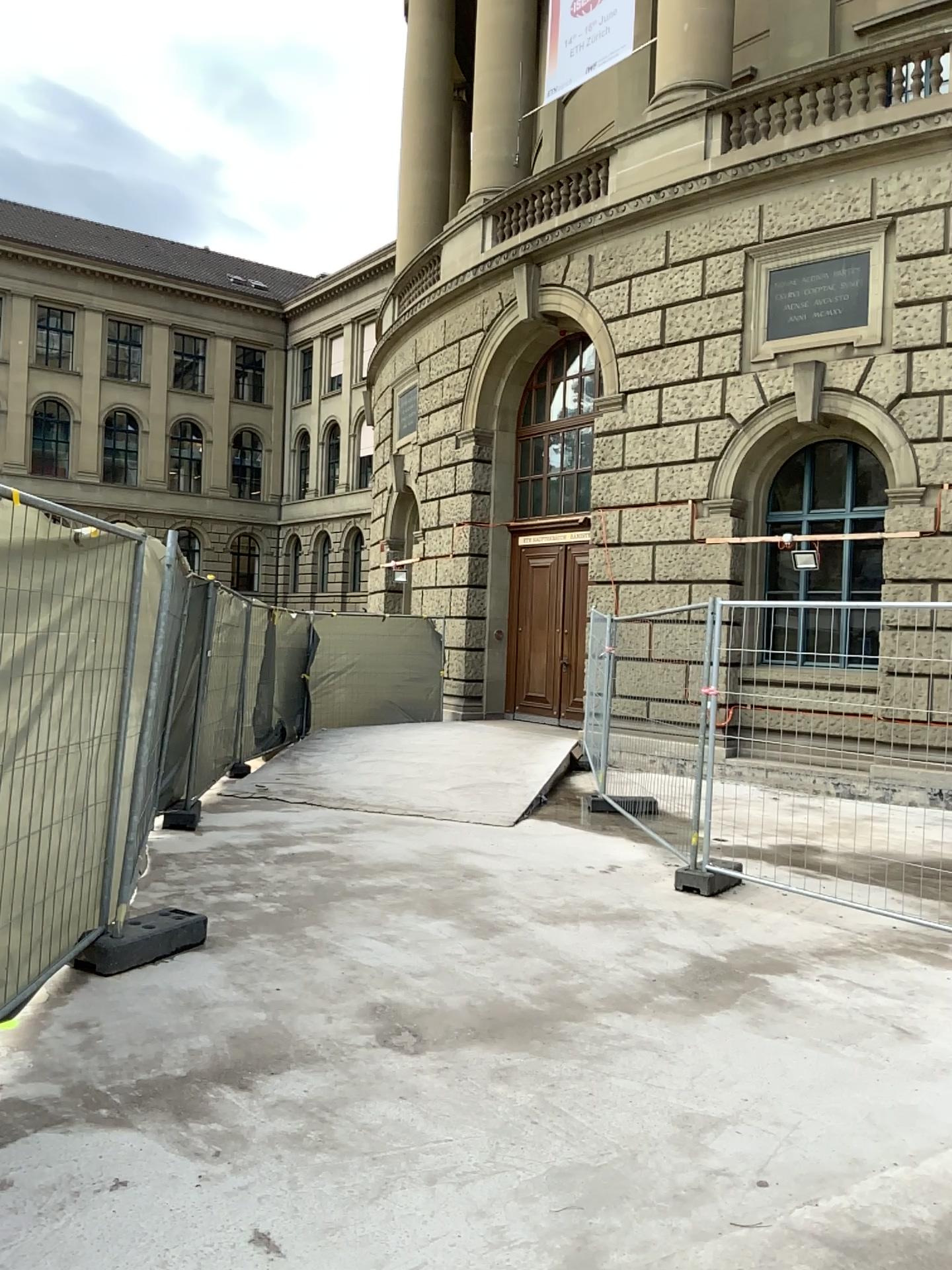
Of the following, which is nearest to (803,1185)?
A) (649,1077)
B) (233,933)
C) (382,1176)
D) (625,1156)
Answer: (625,1156)
